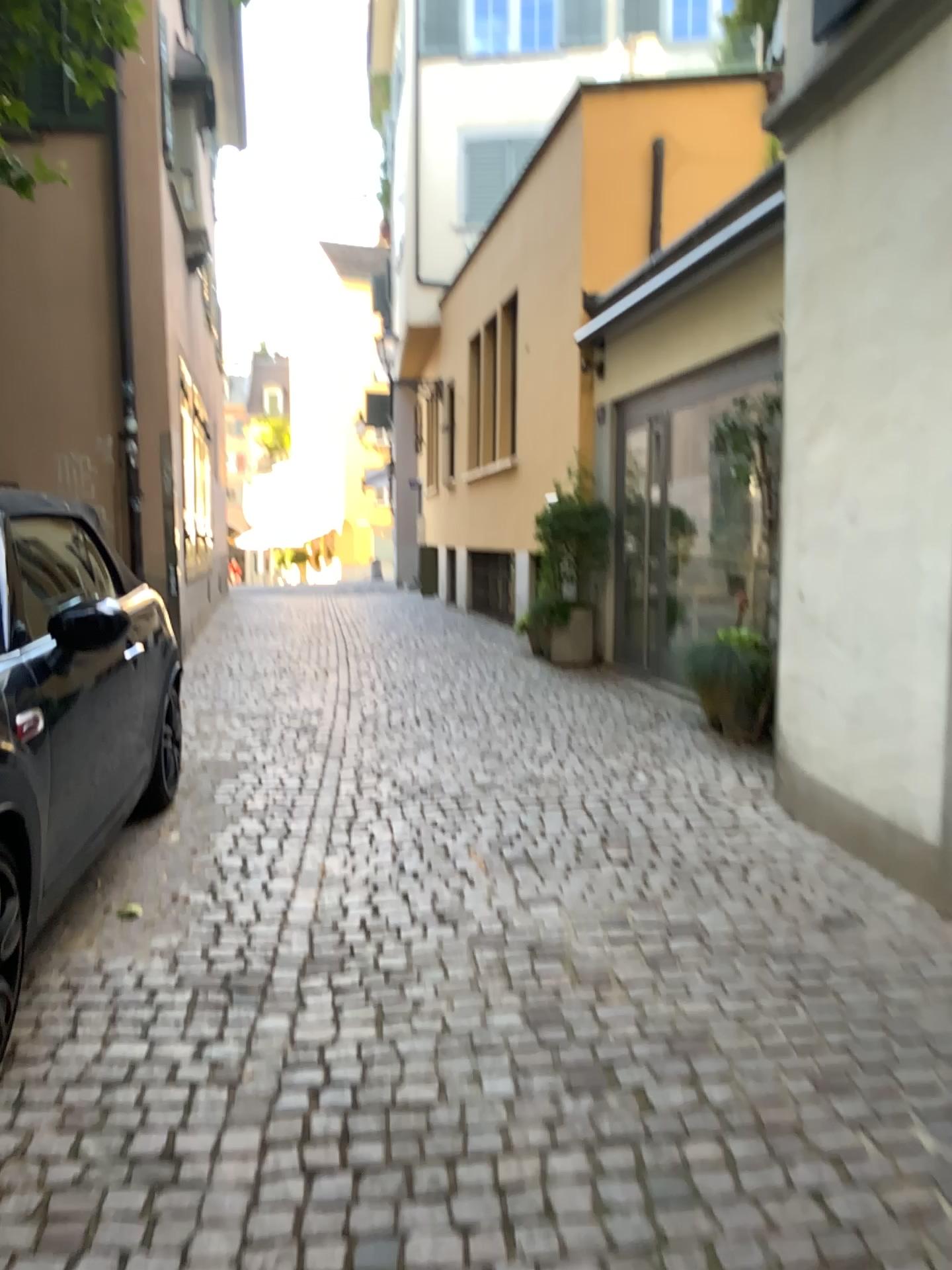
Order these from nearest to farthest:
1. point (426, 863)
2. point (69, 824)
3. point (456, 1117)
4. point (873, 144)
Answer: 1. point (456, 1117)
2. point (69, 824)
3. point (873, 144)
4. point (426, 863)
